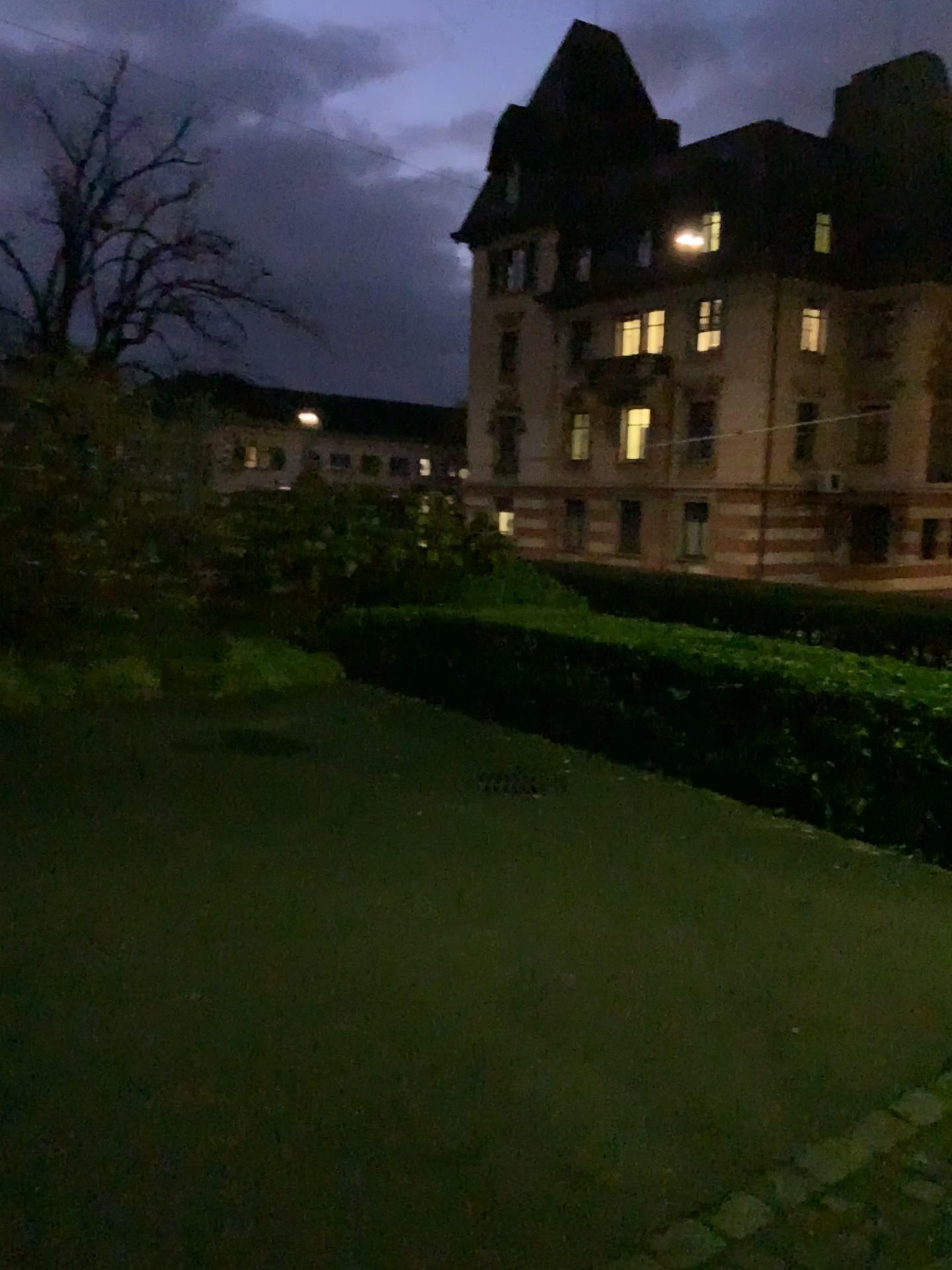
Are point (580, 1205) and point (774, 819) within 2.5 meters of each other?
no
